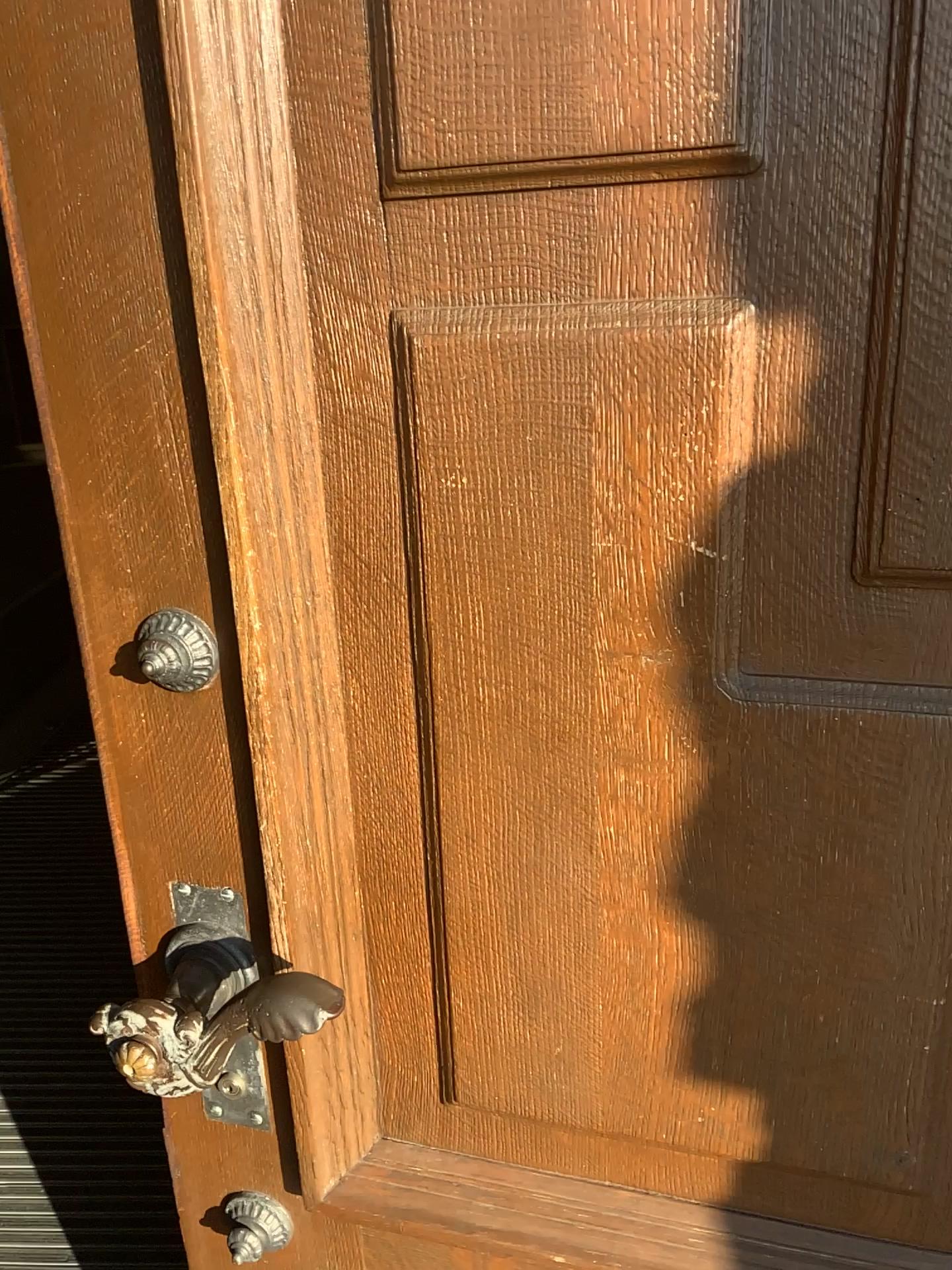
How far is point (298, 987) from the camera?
0.7 meters

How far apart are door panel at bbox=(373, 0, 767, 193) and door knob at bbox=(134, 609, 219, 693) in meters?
0.3 m

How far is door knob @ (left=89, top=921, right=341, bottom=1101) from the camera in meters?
0.7

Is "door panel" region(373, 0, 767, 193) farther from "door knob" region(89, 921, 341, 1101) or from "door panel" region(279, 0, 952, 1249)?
"door knob" region(89, 921, 341, 1101)

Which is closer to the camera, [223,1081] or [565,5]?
[565,5]

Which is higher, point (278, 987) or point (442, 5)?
point (442, 5)

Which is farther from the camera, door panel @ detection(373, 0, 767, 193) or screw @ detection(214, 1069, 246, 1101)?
screw @ detection(214, 1069, 246, 1101)

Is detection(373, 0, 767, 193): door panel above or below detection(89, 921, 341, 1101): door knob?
above

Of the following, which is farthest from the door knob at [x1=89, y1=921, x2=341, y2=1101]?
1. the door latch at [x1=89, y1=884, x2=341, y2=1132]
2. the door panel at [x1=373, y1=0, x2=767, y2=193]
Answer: the door panel at [x1=373, y1=0, x2=767, y2=193]

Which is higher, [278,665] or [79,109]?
[79,109]
